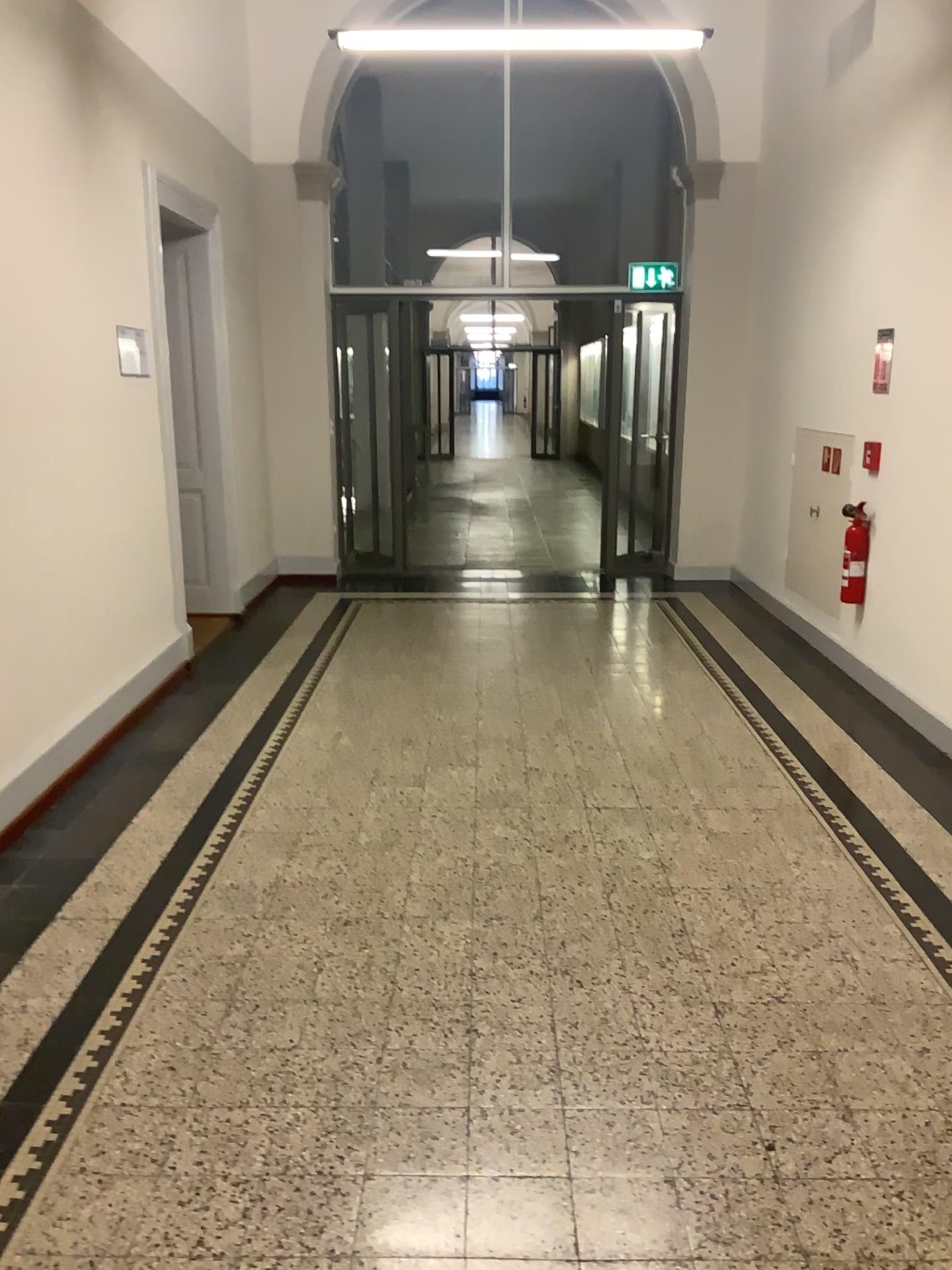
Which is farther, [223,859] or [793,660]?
[793,660]
